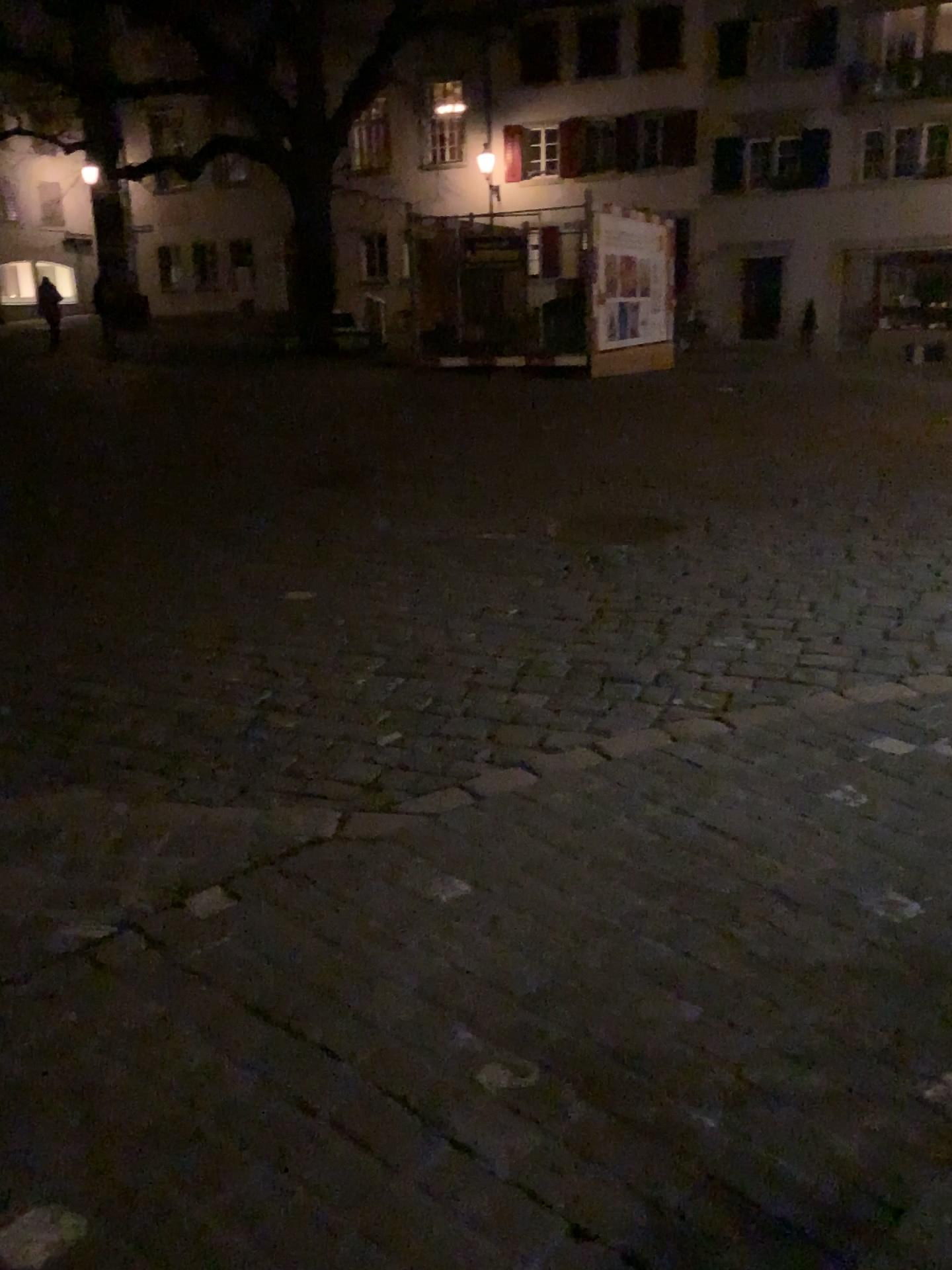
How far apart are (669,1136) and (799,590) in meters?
3.1 m
